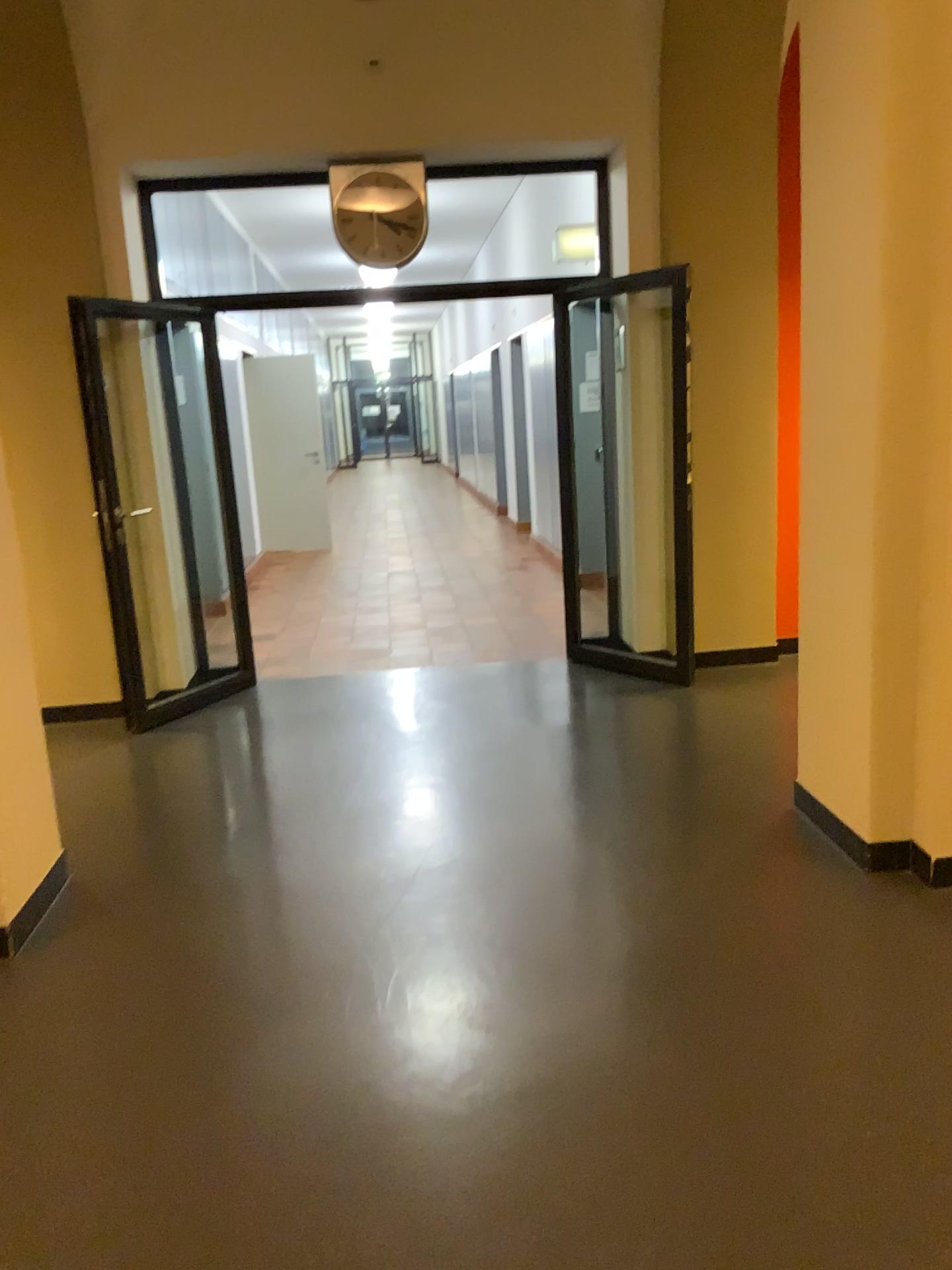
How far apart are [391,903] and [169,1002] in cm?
73
